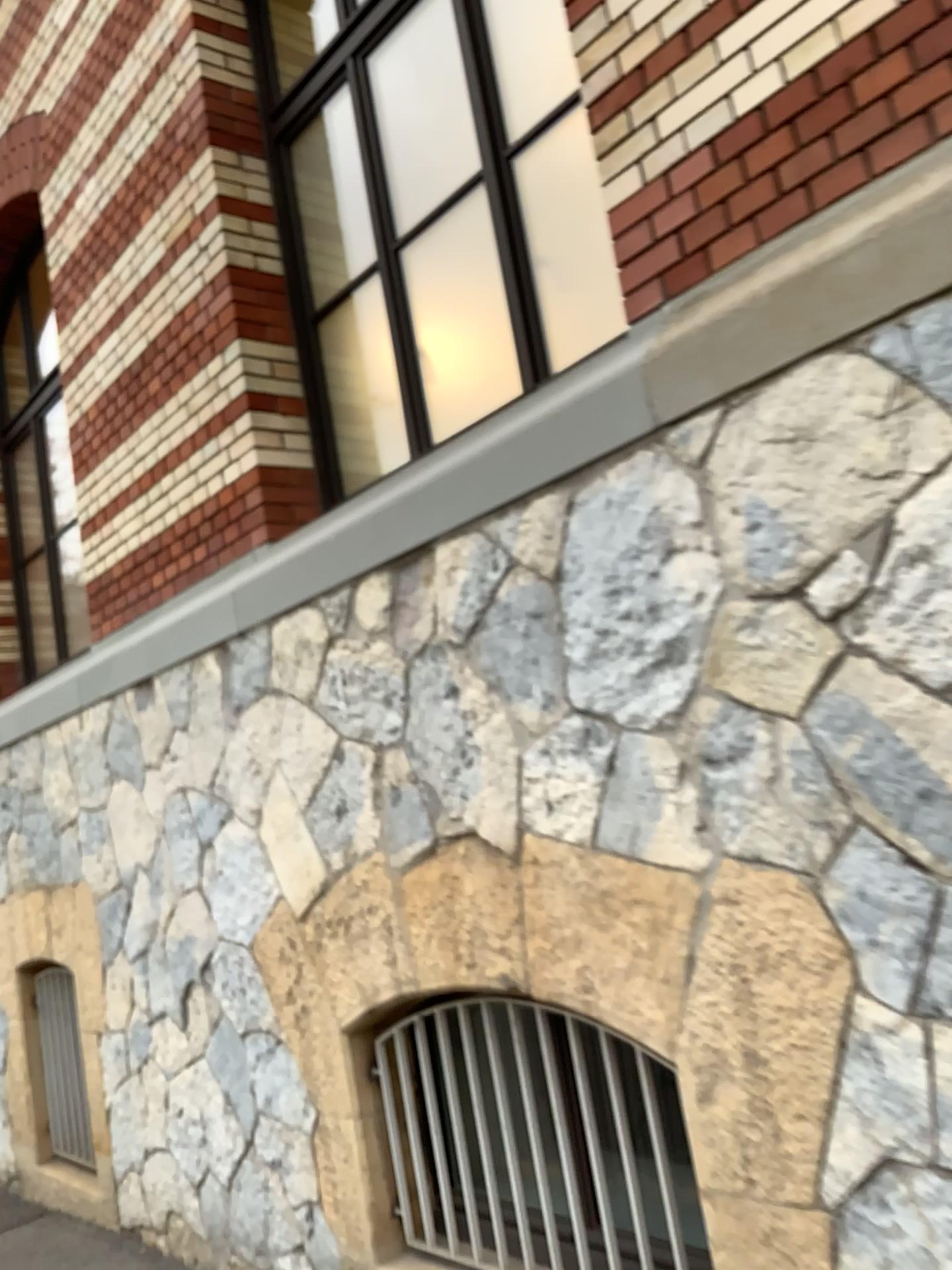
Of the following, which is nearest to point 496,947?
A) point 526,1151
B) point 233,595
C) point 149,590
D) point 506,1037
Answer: point 506,1037
